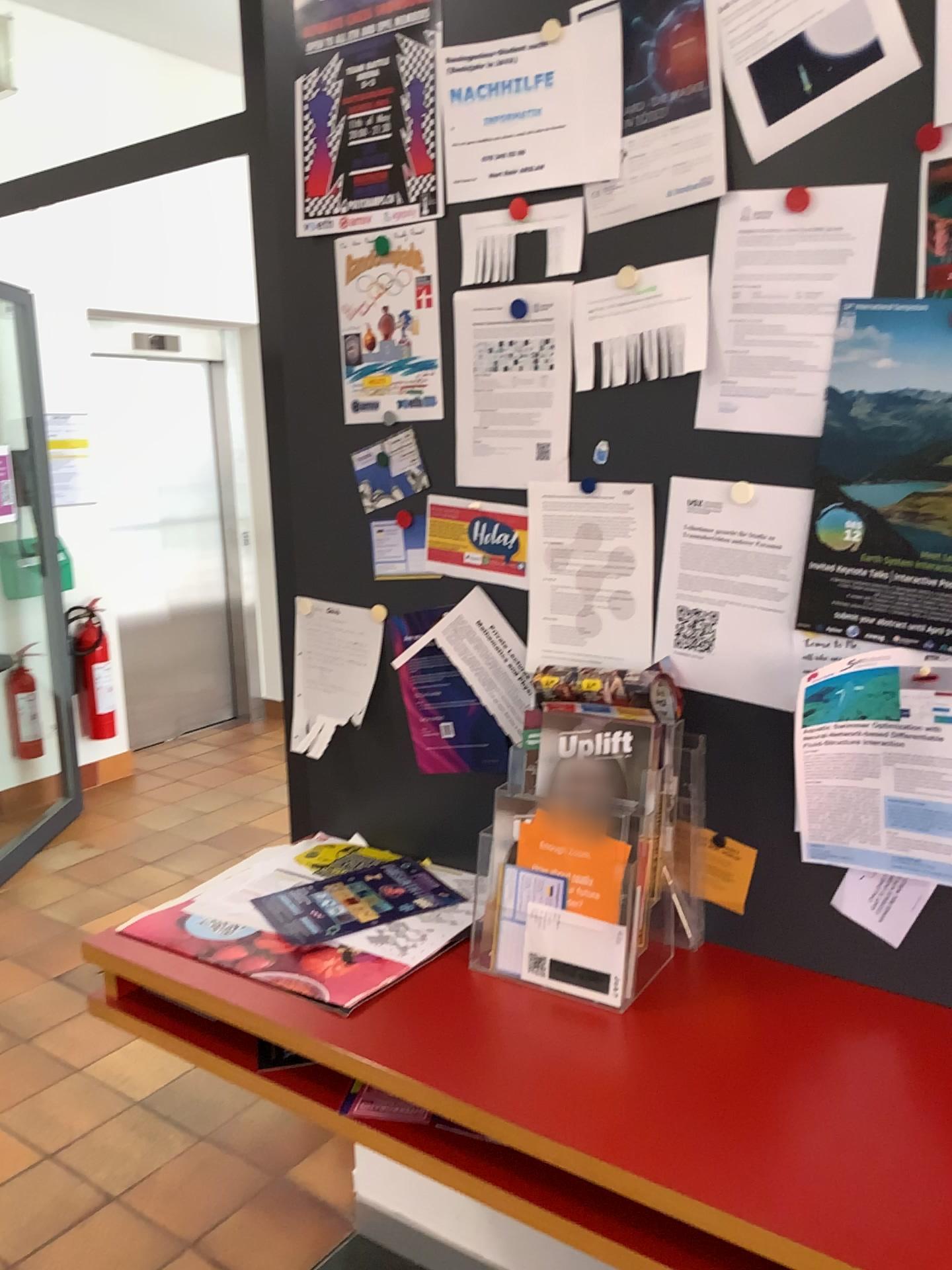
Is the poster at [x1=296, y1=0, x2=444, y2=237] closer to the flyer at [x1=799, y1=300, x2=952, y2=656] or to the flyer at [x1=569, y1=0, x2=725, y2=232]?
the flyer at [x1=569, y1=0, x2=725, y2=232]

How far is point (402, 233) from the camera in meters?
1.7 m

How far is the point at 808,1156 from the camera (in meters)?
1.08

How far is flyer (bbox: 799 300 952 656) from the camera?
1.3 meters

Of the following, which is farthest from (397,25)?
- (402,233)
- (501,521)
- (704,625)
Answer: (704,625)

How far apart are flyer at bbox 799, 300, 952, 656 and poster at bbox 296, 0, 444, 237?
0.7m

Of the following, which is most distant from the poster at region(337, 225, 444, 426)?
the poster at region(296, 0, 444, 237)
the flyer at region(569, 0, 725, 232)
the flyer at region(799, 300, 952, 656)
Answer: the flyer at region(799, 300, 952, 656)

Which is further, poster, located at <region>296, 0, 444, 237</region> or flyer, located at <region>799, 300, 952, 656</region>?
poster, located at <region>296, 0, 444, 237</region>

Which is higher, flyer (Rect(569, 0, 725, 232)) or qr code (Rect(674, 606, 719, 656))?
flyer (Rect(569, 0, 725, 232))

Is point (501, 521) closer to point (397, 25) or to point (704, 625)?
point (704, 625)
